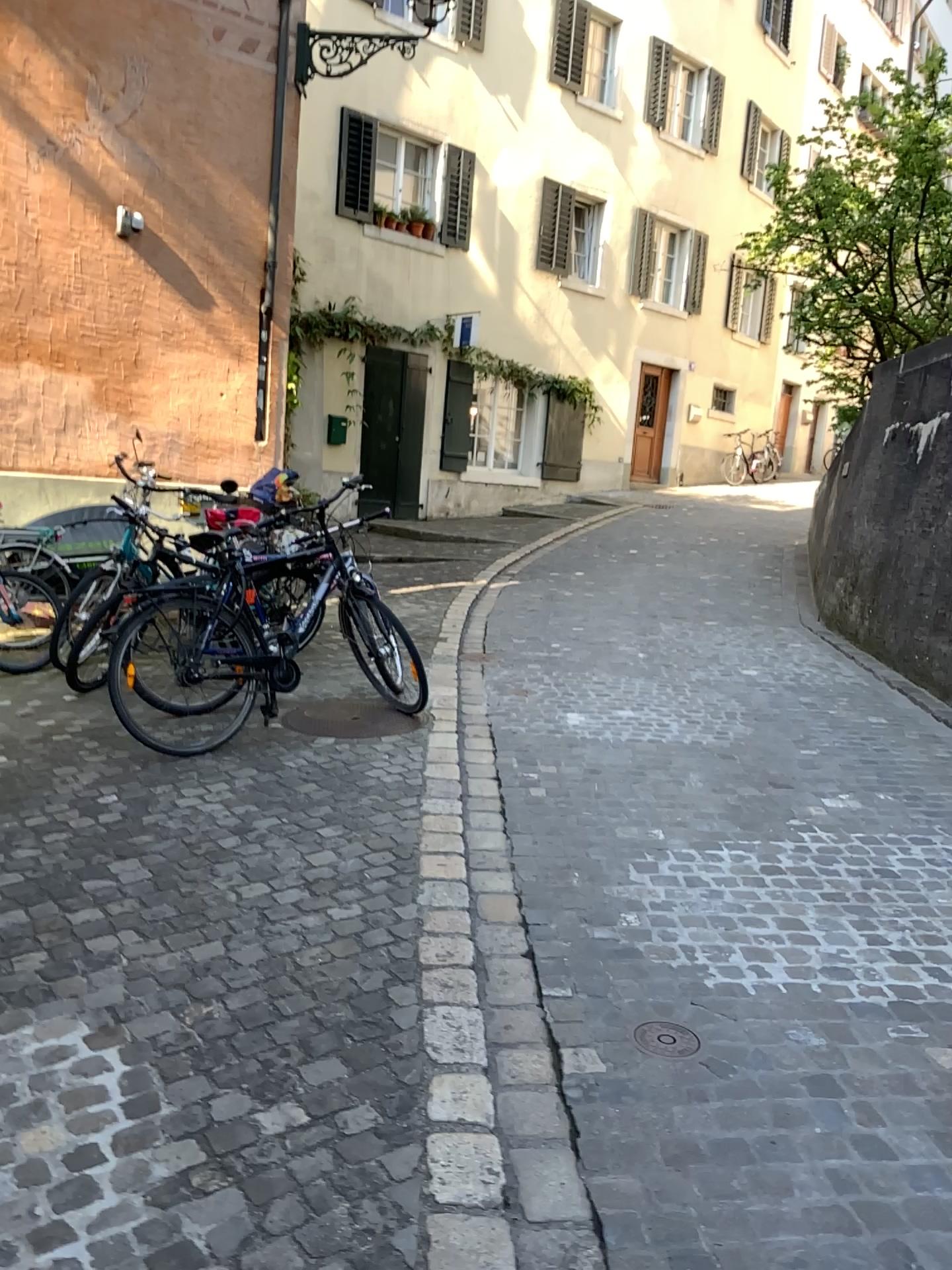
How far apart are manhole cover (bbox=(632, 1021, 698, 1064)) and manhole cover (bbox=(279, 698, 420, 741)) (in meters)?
2.49

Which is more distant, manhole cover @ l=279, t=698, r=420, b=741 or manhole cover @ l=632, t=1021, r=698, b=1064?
manhole cover @ l=279, t=698, r=420, b=741

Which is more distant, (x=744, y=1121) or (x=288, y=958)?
(x=288, y=958)

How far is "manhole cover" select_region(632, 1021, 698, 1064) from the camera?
2.6m

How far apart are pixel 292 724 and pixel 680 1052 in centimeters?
286cm

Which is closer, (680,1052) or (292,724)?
(680,1052)

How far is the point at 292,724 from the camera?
5.00m

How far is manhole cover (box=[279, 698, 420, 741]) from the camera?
4.99m
